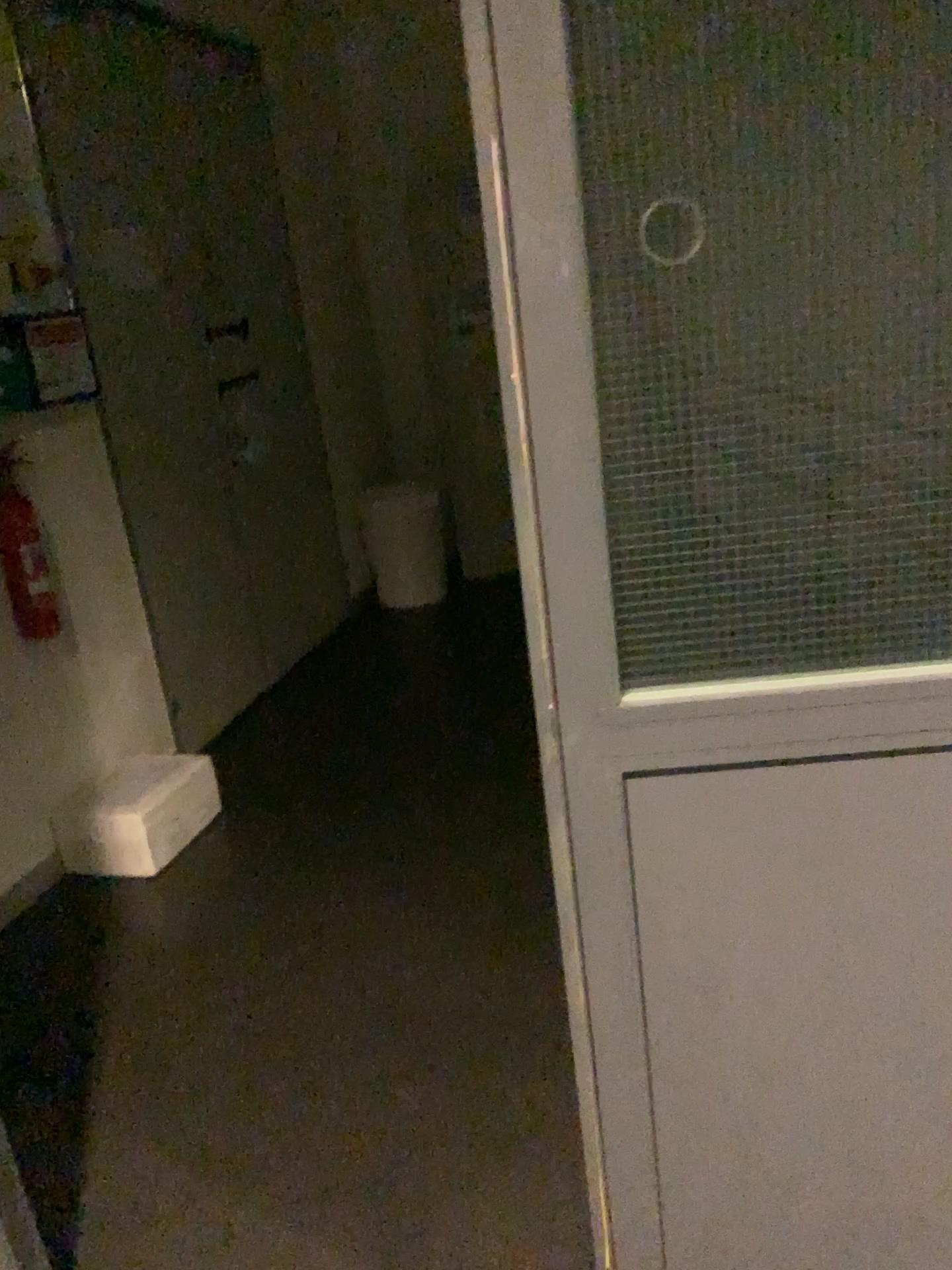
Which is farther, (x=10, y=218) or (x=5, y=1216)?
(x=10, y=218)

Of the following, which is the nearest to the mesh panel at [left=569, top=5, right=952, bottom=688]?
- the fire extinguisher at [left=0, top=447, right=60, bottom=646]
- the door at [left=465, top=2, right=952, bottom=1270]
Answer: the door at [left=465, top=2, right=952, bottom=1270]

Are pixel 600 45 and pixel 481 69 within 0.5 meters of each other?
yes

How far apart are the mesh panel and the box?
2.25m

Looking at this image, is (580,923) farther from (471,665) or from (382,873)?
(471,665)

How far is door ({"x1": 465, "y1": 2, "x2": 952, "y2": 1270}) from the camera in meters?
1.0

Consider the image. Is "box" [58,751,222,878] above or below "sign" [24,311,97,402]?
below

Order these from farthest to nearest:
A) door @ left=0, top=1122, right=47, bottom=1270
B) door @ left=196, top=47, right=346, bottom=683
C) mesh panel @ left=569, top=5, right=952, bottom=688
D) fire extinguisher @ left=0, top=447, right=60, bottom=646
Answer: door @ left=196, top=47, right=346, bottom=683, fire extinguisher @ left=0, top=447, right=60, bottom=646, door @ left=0, top=1122, right=47, bottom=1270, mesh panel @ left=569, top=5, right=952, bottom=688

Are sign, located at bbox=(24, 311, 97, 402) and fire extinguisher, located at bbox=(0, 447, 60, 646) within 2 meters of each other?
yes

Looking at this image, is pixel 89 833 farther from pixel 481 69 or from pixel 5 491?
pixel 481 69
